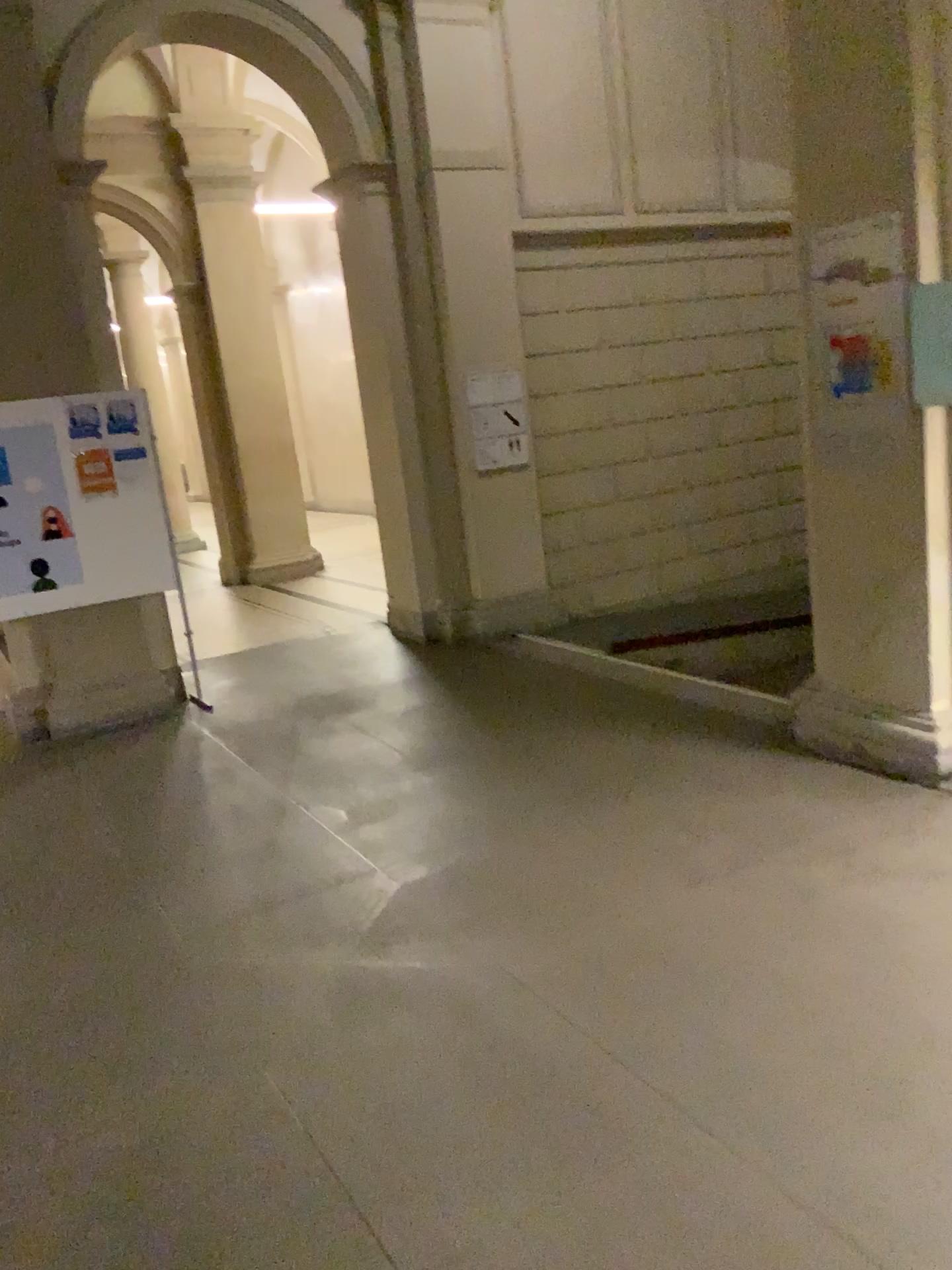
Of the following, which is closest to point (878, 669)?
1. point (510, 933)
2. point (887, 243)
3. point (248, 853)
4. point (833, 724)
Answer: point (833, 724)
